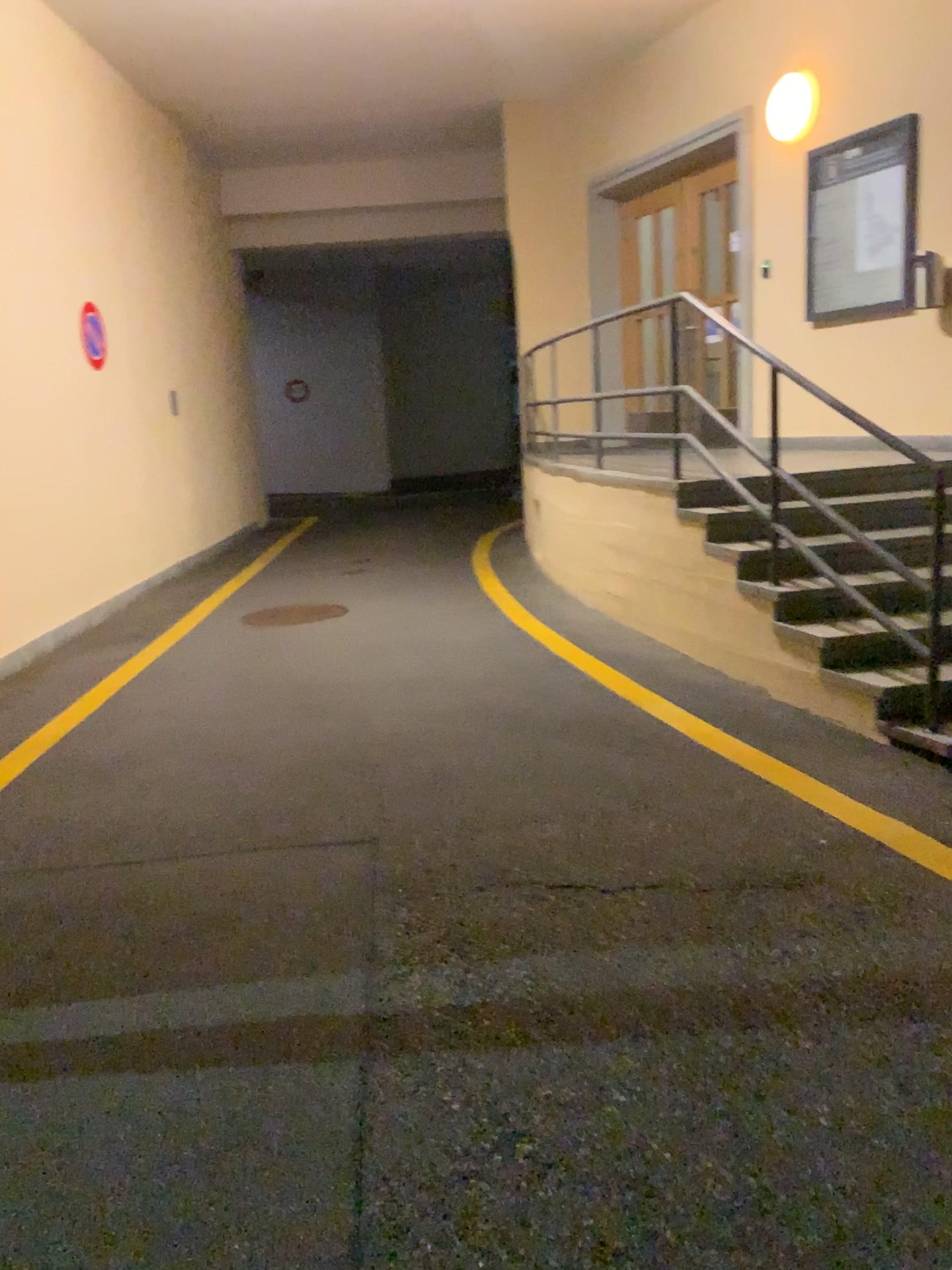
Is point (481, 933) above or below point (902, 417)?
below
